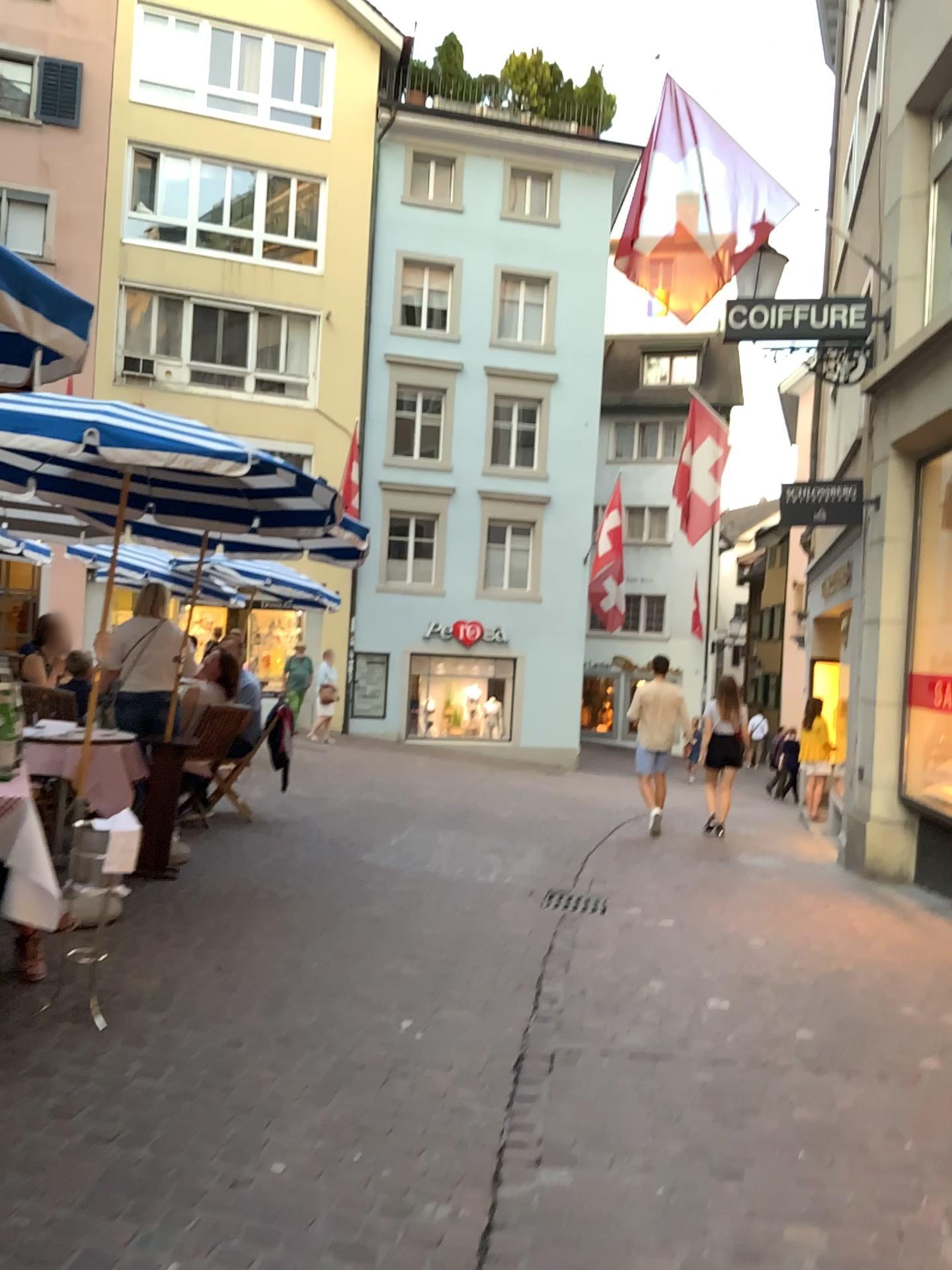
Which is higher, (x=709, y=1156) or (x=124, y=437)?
(x=124, y=437)
